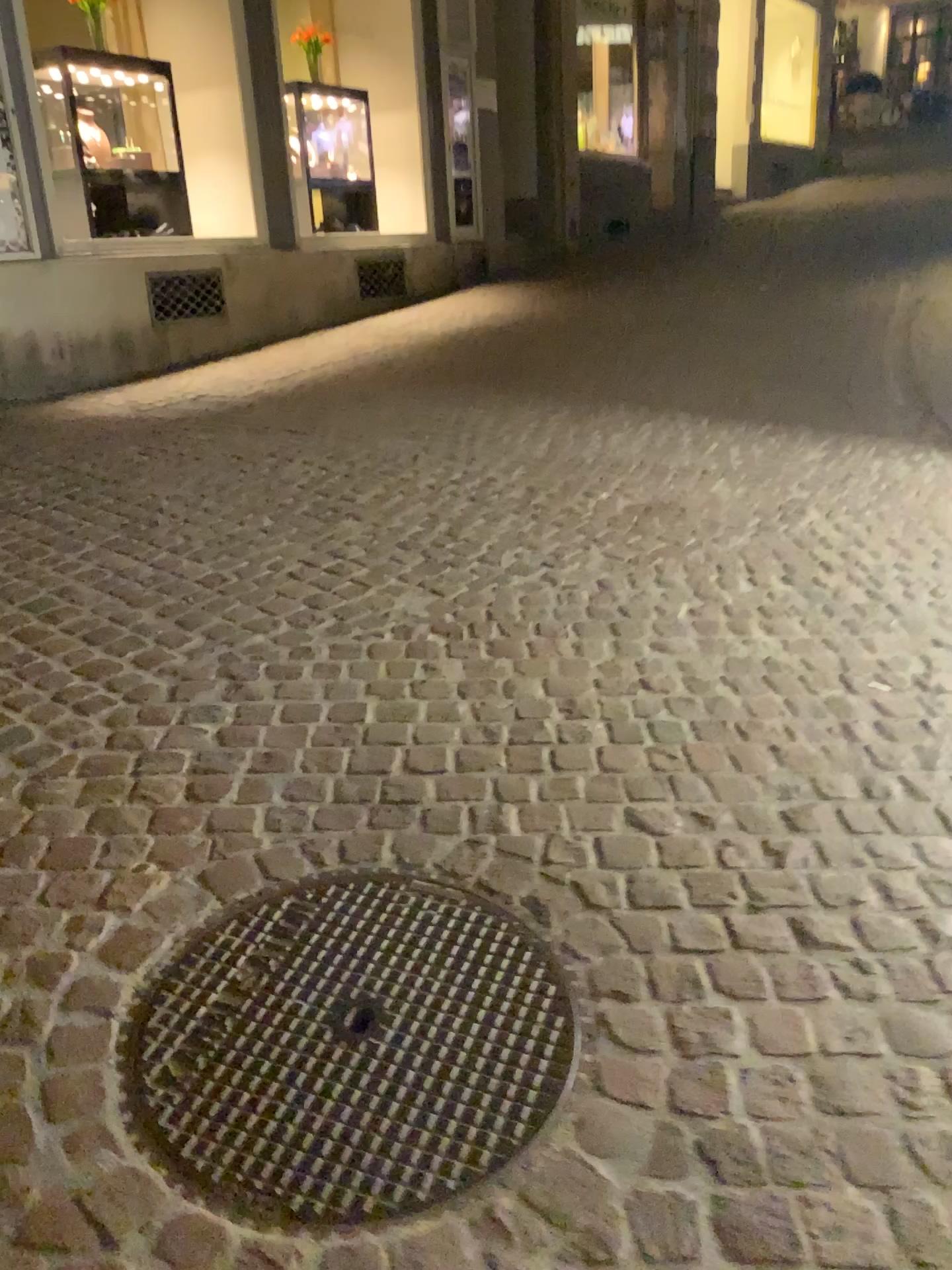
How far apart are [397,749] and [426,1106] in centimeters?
93cm
